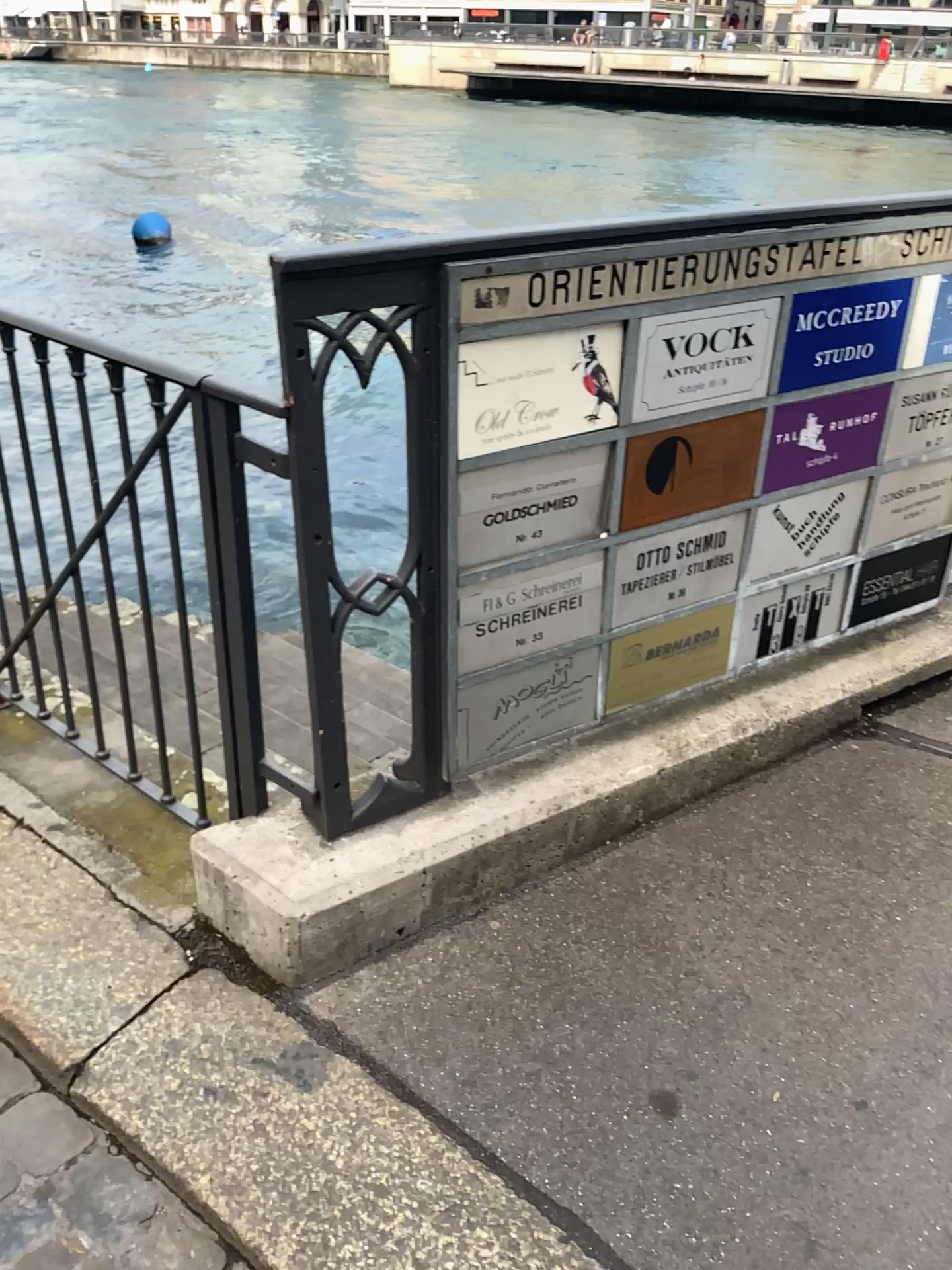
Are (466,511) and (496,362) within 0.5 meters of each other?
yes

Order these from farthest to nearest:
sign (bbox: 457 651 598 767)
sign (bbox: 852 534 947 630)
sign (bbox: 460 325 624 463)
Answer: sign (bbox: 852 534 947 630) → sign (bbox: 457 651 598 767) → sign (bbox: 460 325 624 463)

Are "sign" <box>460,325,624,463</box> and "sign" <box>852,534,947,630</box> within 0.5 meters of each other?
no

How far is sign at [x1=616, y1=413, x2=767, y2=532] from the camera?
1.9 meters

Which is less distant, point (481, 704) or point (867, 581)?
point (481, 704)

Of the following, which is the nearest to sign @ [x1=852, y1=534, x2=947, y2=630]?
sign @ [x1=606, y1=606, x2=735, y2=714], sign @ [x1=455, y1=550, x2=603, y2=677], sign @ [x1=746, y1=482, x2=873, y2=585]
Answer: sign @ [x1=746, y1=482, x2=873, y2=585]

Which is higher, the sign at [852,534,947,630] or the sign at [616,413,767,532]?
the sign at [616,413,767,532]

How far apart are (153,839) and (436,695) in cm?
78

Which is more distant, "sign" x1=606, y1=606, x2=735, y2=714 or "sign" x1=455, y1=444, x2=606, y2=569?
"sign" x1=606, y1=606, x2=735, y2=714

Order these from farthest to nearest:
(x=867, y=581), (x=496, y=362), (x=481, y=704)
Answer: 1. (x=867, y=581)
2. (x=481, y=704)
3. (x=496, y=362)
